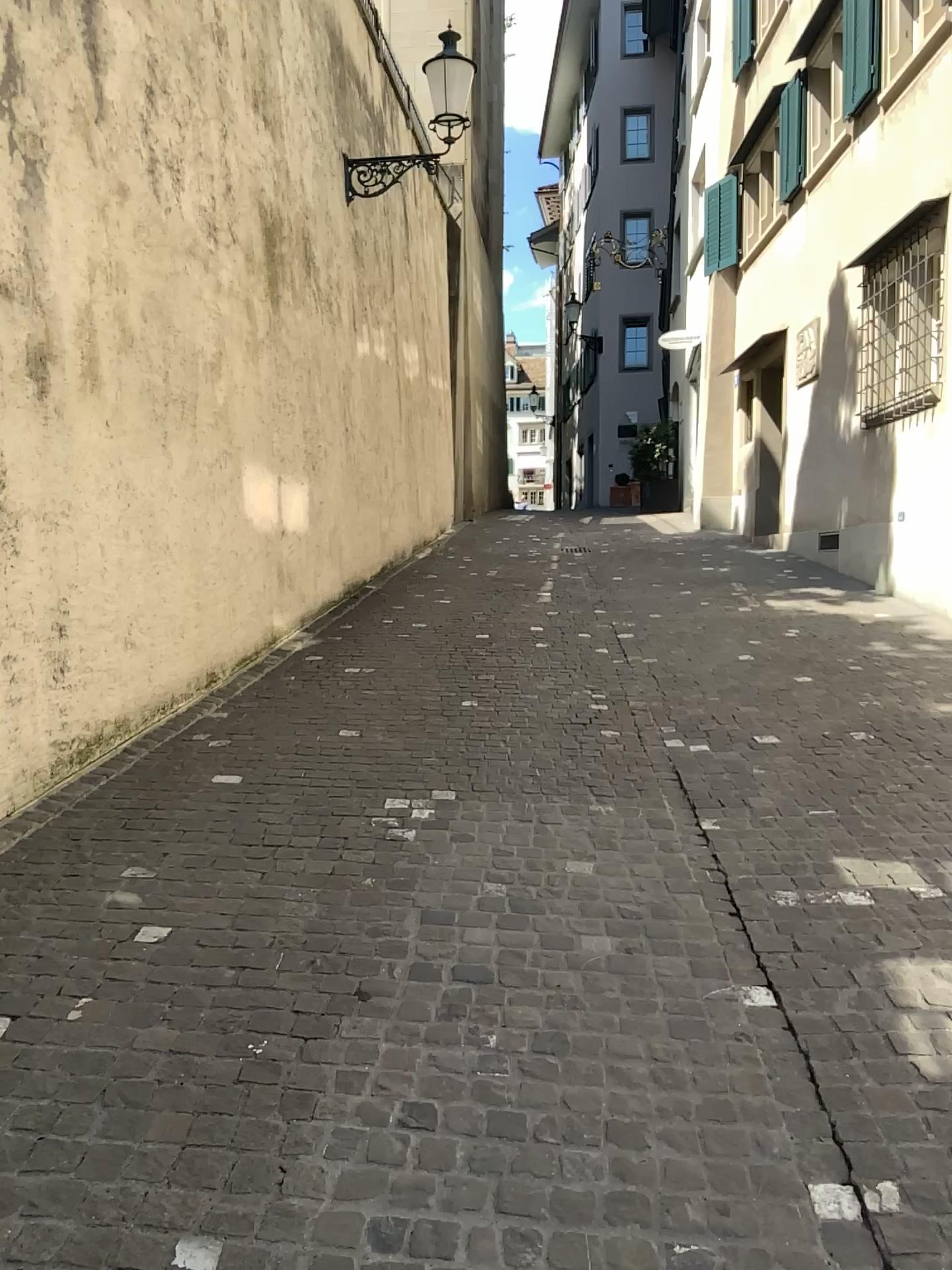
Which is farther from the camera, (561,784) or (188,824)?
(561,784)
